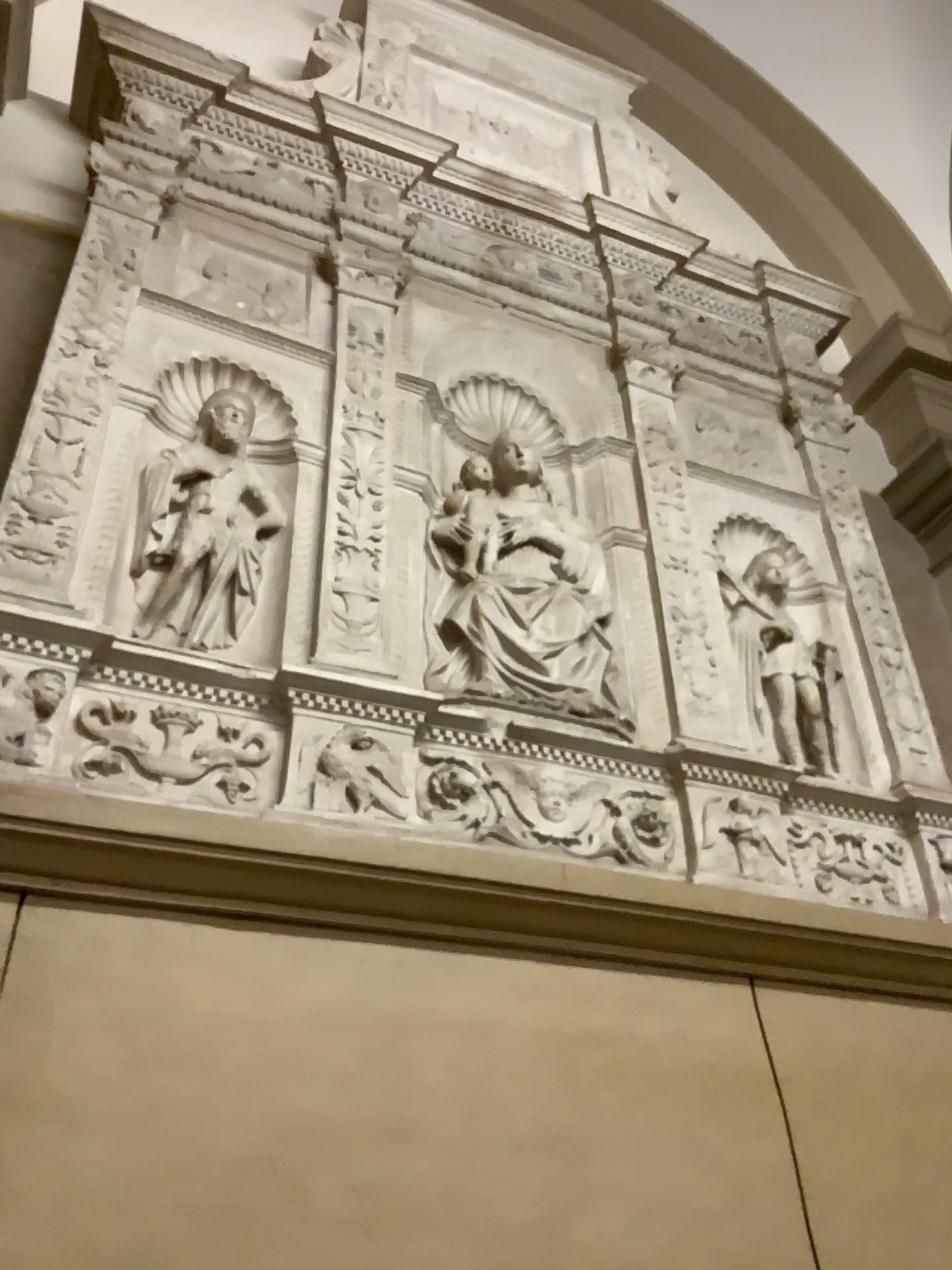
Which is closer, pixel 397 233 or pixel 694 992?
pixel 694 992

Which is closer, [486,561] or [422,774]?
[422,774]

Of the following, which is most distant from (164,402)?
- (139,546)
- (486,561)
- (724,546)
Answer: (724,546)

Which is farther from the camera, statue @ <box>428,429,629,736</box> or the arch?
the arch

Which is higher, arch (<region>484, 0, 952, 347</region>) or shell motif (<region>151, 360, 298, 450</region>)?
arch (<region>484, 0, 952, 347</region>)

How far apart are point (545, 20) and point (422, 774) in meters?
3.1 m

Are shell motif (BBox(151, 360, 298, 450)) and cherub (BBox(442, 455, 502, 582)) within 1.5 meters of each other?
yes

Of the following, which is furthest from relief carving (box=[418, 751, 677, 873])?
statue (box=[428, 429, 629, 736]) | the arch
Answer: the arch

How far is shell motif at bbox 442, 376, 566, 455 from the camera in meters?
2.6 m

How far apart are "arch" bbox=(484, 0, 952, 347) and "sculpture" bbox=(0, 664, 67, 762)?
3.1 meters
